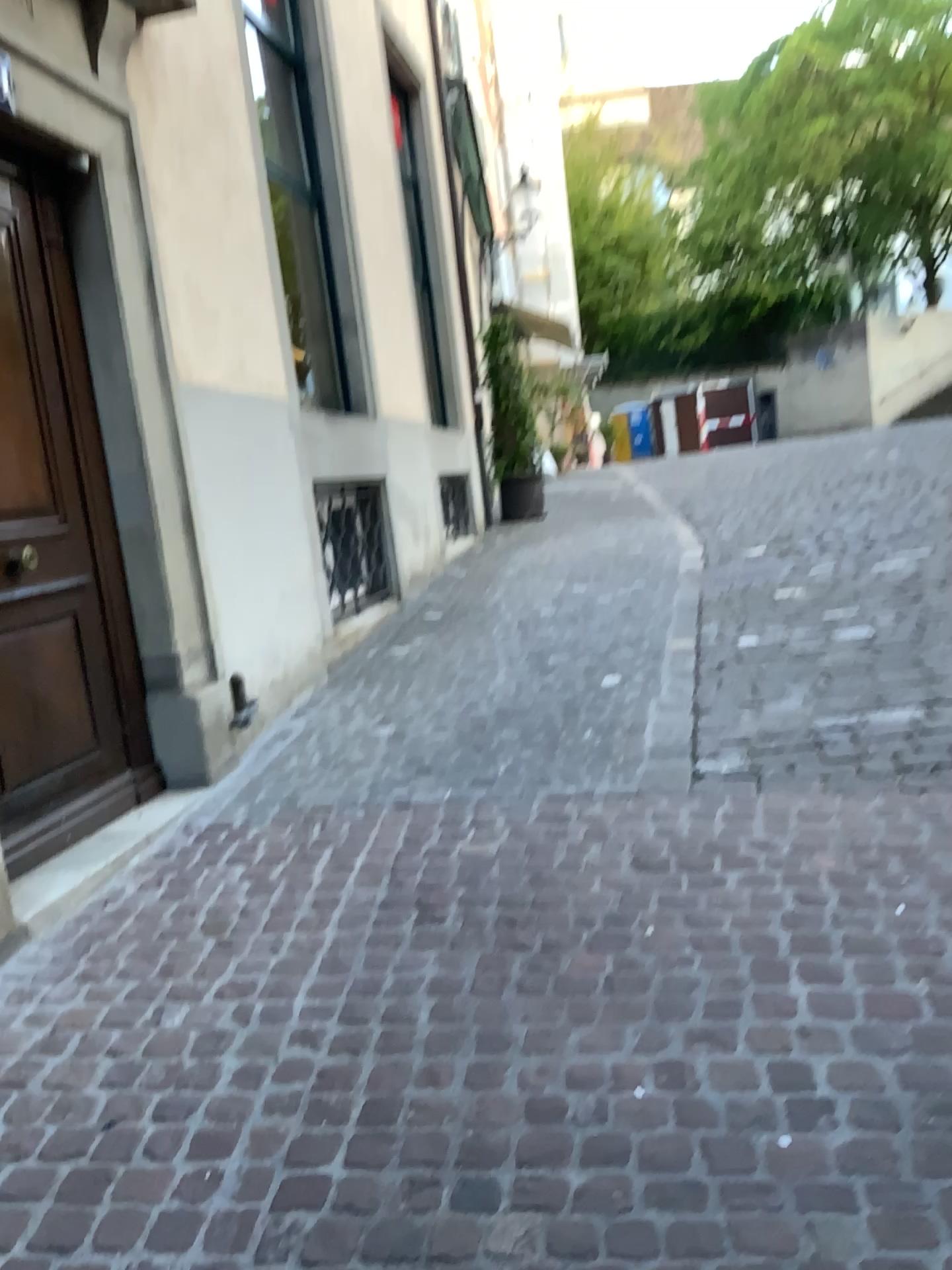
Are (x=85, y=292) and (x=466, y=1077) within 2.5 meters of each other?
no

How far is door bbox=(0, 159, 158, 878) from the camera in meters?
3.3

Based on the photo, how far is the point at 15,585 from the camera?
3.3 meters
